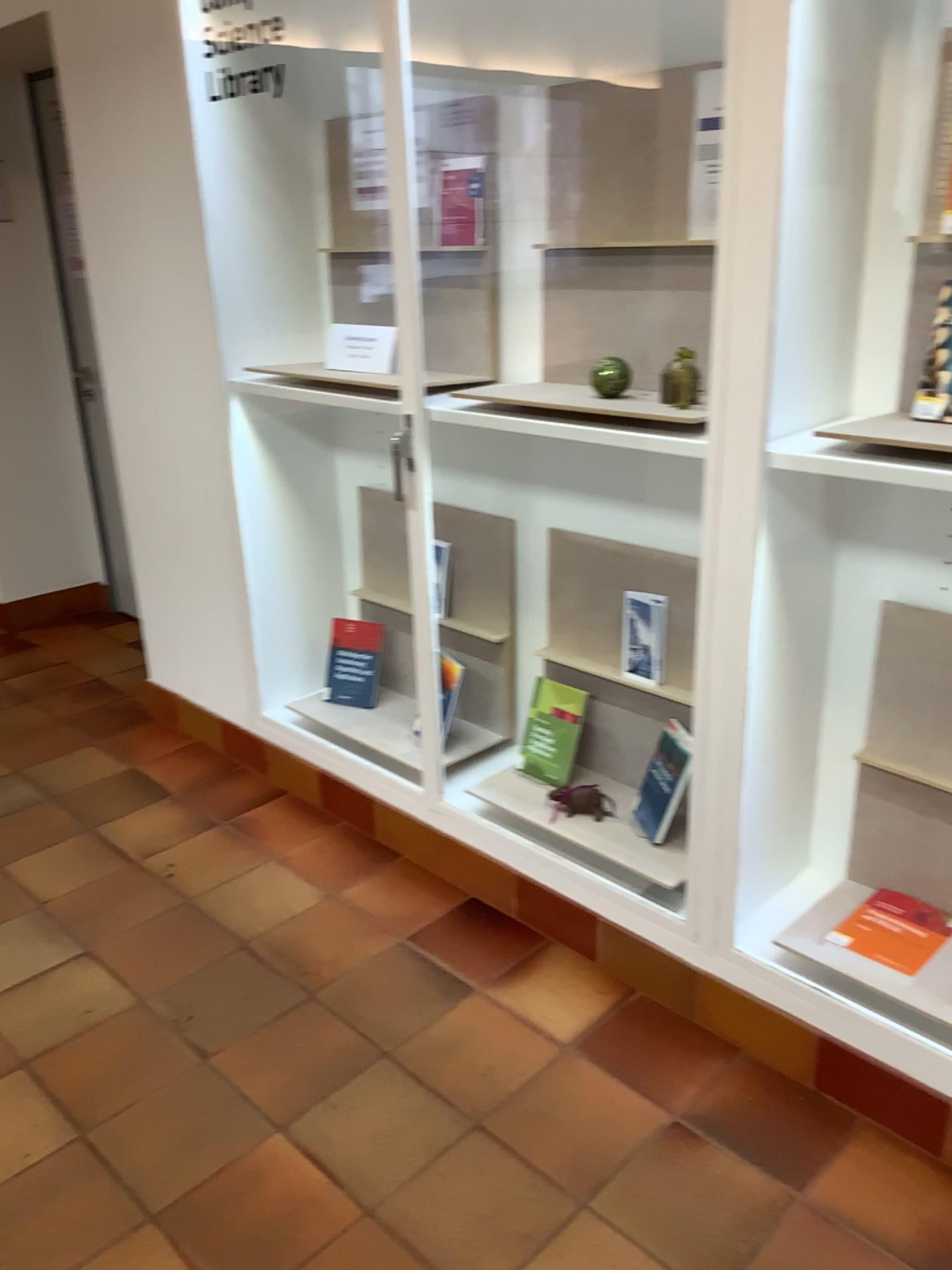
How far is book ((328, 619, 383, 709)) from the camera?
3.01m

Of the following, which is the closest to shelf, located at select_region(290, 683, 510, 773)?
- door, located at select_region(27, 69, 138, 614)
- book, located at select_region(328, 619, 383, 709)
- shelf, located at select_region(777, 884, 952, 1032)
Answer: book, located at select_region(328, 619, 383, 709)

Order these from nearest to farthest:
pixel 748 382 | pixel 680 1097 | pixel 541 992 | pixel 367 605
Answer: pixel 748 382 → pixel 680 1097 → pixel 541 992 → pixel 367 605

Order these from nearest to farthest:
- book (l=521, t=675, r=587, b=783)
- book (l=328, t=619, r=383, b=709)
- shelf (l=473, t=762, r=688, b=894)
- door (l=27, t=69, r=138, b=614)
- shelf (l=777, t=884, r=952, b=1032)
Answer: shelf (l=777, t=884, r=952, b=1032)
shelf (l=473, t=762, r=688, b=894)
book (l=521, t=675, r=587, b=783)
book (l=328, t=619, r=383, b=709)
door (l=27, t=69, r=138, b=614)

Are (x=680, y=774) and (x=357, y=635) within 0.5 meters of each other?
no

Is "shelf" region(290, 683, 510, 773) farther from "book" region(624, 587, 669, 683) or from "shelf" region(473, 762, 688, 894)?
"book" region(624, 587, 669, 683)

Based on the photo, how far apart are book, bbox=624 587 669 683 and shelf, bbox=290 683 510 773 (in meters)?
0.55

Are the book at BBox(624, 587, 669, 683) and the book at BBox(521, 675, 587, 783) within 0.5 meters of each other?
yes

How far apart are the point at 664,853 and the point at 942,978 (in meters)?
0.60

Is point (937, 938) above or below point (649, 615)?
below
